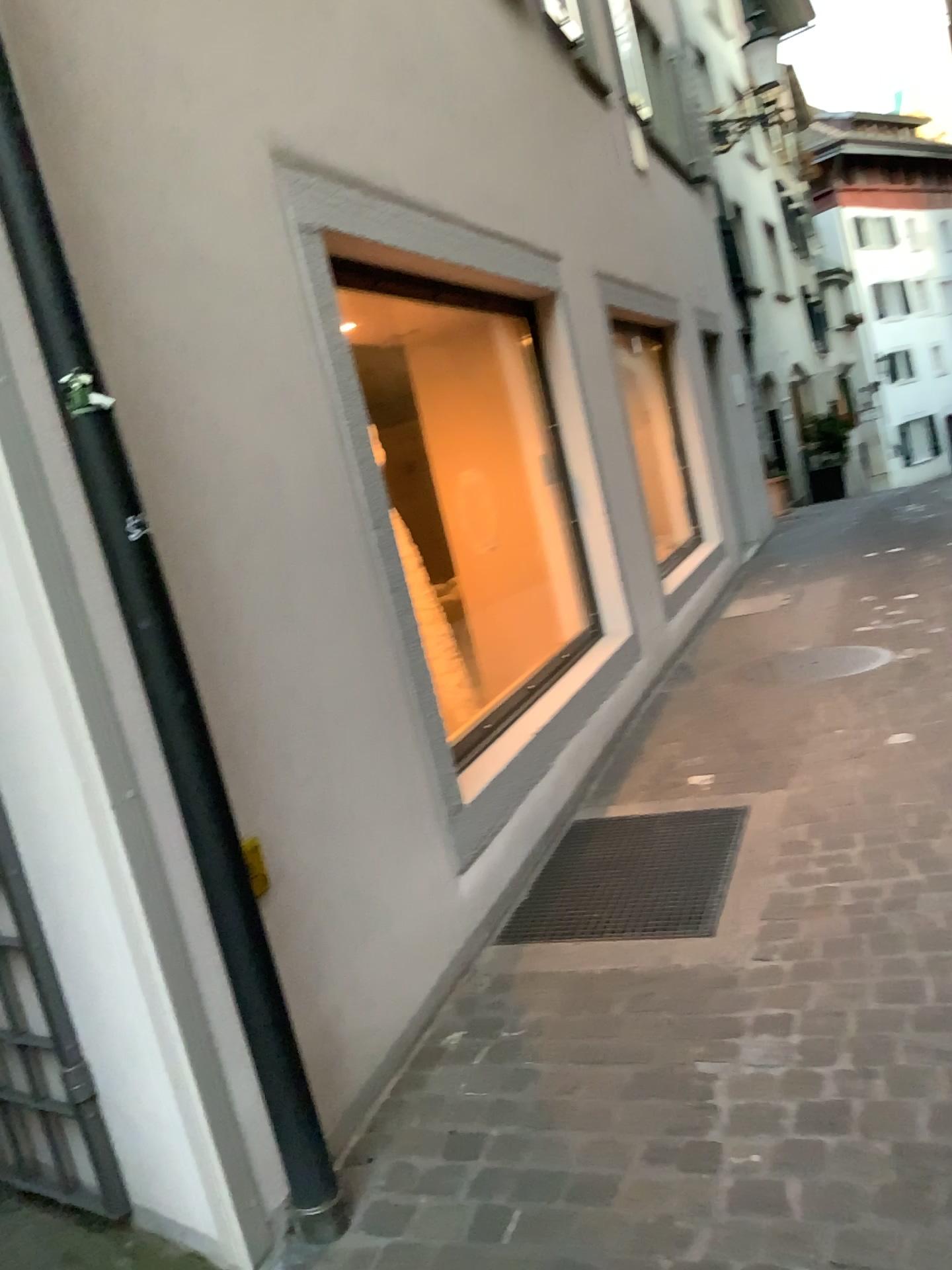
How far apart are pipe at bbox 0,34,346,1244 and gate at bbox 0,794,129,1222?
0.5 meters

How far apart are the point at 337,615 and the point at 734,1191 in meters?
1.5 m

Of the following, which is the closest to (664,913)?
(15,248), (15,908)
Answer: (15,908)

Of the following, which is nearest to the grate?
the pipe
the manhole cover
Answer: the pipe

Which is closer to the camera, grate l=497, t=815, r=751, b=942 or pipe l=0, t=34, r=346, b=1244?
pipe l=0, t=34, r=346, b=1244

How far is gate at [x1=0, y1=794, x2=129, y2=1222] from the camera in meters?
2.2 m

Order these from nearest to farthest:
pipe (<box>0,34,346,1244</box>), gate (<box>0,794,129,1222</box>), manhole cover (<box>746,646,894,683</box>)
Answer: pipe (<box>0,34,346,1244</box>) < gate (<box>0,794,129,1222</box>) < manhole cover (<box>746,646,894,683</box>)

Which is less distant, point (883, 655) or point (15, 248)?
point (15, 248)

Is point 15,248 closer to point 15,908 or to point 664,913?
point 15,908

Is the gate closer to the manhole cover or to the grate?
the grate
